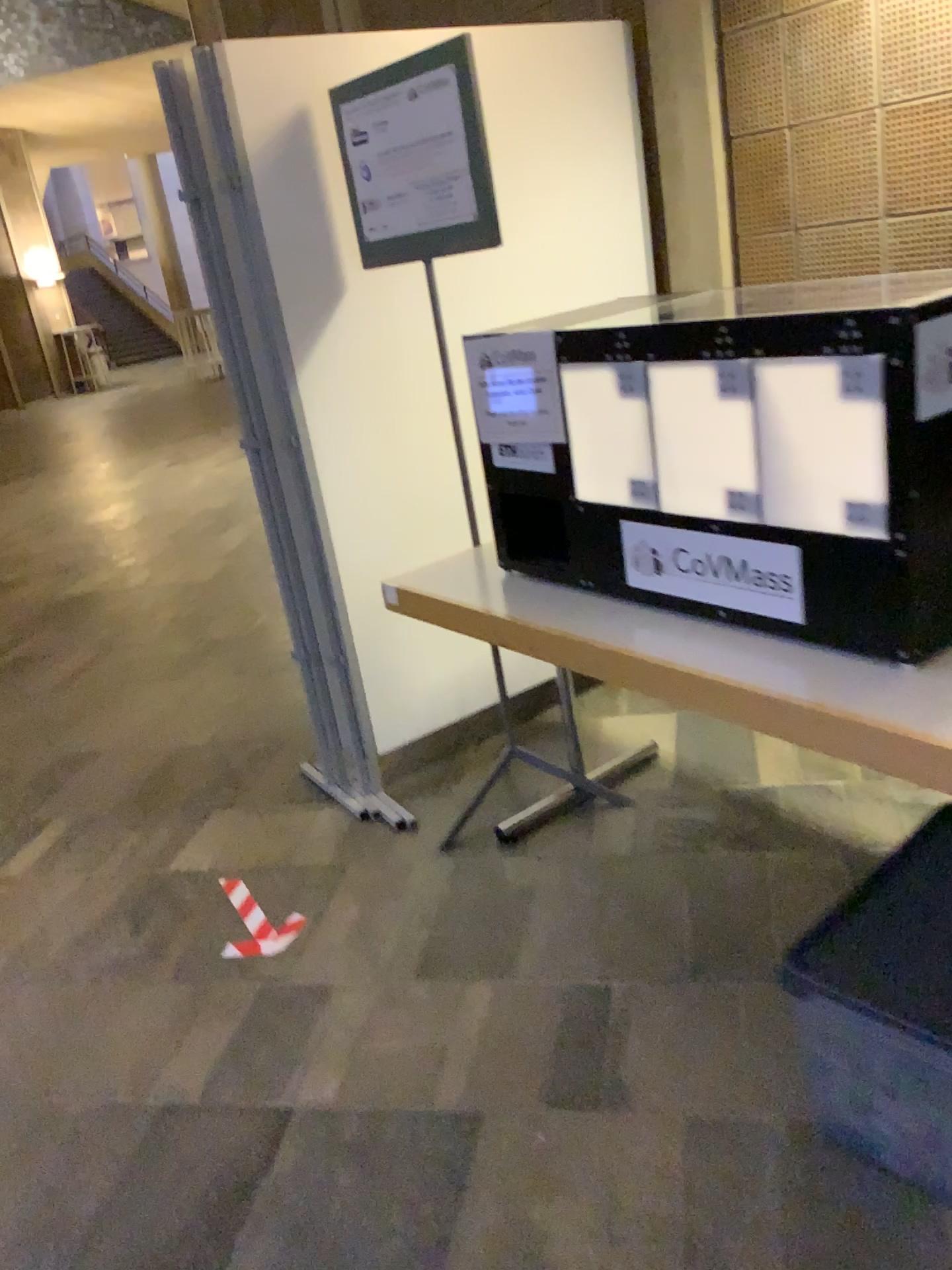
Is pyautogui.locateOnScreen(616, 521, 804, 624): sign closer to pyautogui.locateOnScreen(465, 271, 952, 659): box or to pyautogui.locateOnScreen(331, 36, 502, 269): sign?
pyautogui.locateOnScreen(465, 271, 952, 659): box

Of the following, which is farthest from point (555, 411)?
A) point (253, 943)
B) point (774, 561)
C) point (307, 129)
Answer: point (253, 943)

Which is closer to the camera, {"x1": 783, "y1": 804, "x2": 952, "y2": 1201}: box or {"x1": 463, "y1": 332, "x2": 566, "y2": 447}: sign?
{"x1": 783, "y1": 804, "x2": 952, "y2": 1201}: box

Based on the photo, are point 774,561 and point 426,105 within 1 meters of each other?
no

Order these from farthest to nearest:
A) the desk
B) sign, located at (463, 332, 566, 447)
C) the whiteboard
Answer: the whiteboard, sign, located at (463, 332, 566, 447), the desk

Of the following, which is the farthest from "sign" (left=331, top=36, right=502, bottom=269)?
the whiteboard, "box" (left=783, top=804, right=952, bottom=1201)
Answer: "box" (left=783, top=804, right=952, bottom=1201)

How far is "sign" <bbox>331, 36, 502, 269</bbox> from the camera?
2.2 meters

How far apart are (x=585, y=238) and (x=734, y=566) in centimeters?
157cm

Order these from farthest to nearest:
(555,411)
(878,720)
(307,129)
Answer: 1. (307,129)
2. (555,411)
3. (878,720)

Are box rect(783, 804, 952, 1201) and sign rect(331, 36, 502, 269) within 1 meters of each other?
no
